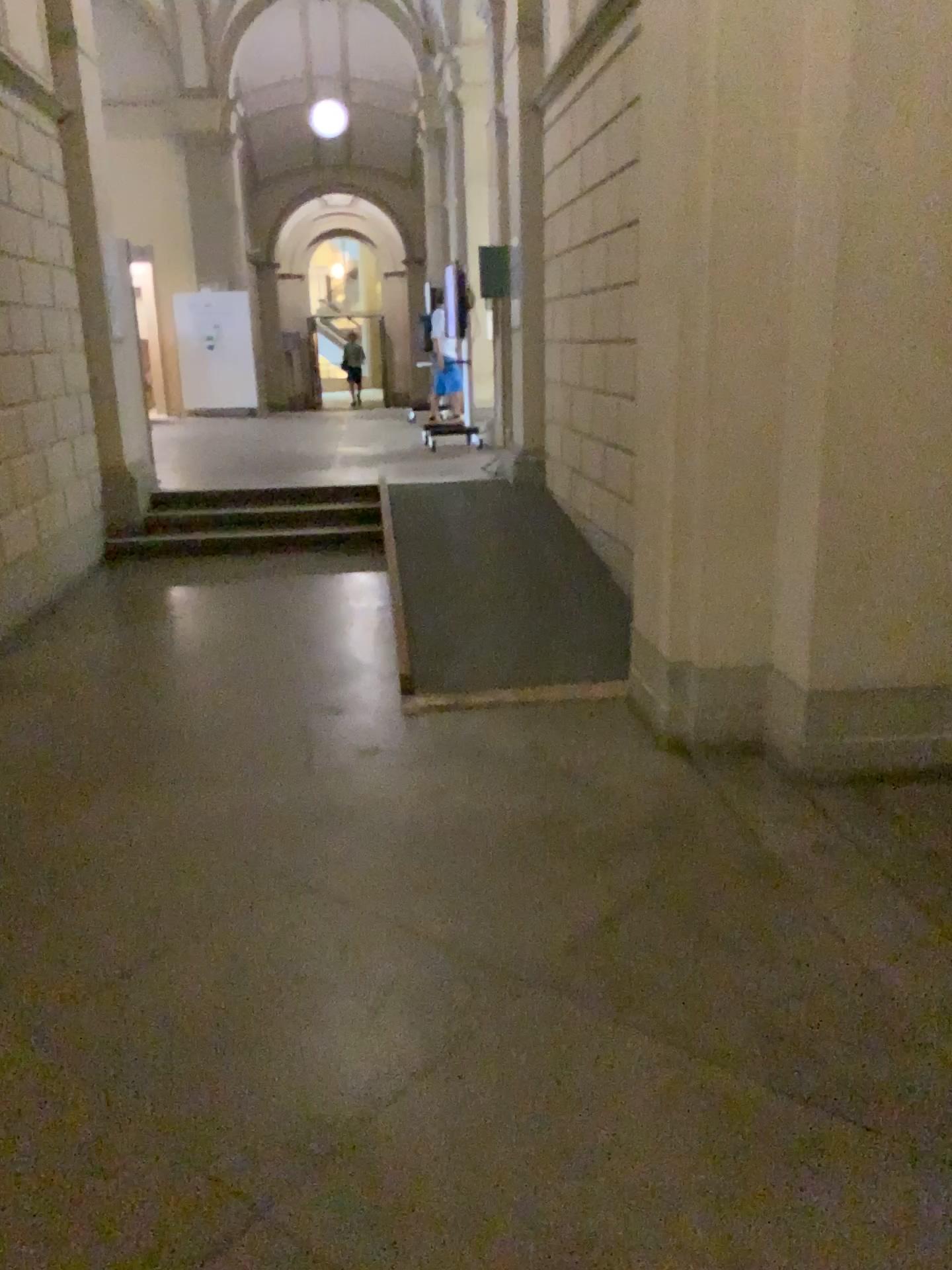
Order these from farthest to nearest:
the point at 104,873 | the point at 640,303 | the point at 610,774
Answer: the point at 640,303, the point at 610,774, the point at 104,873
